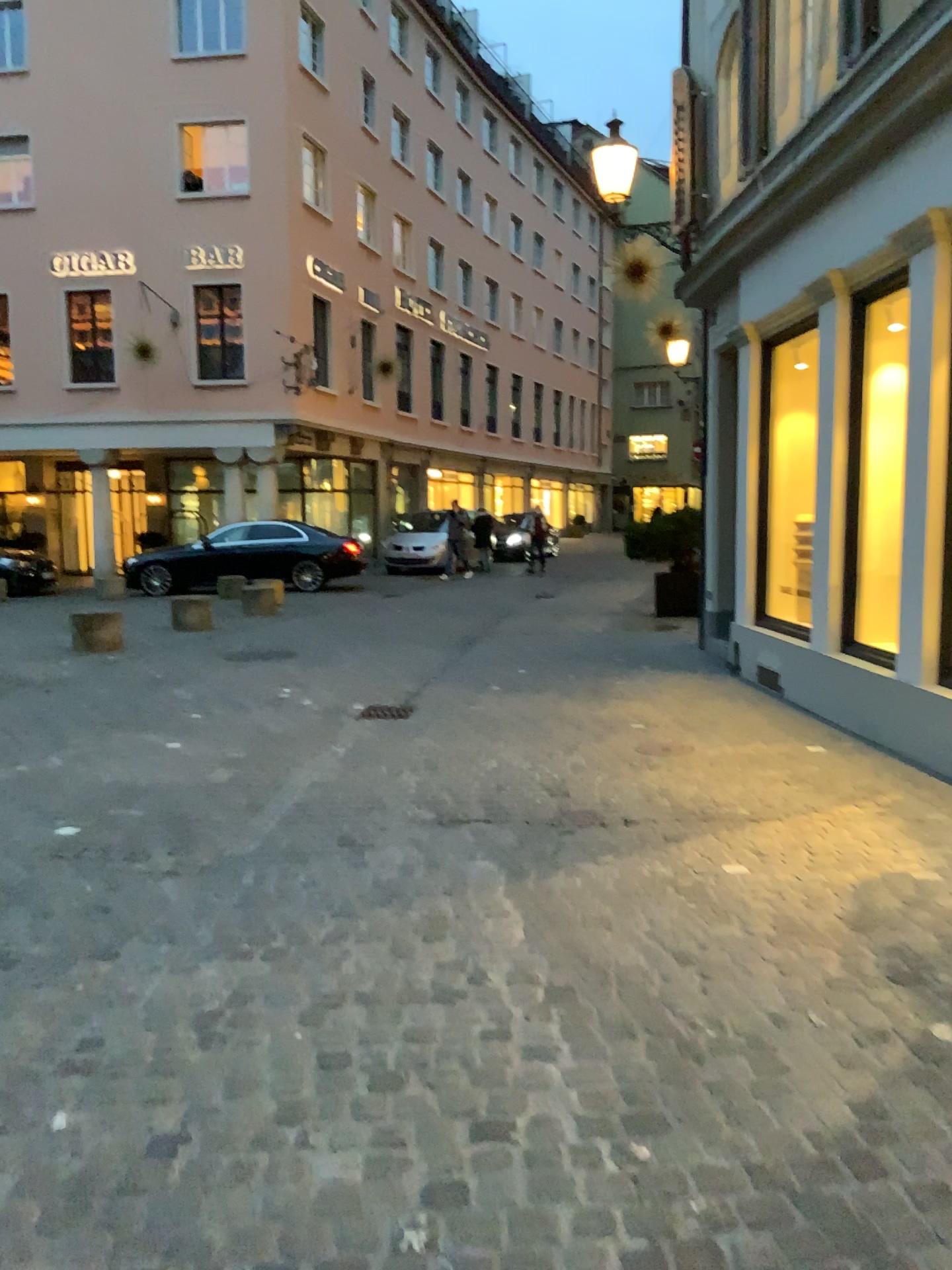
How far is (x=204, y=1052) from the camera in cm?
257
